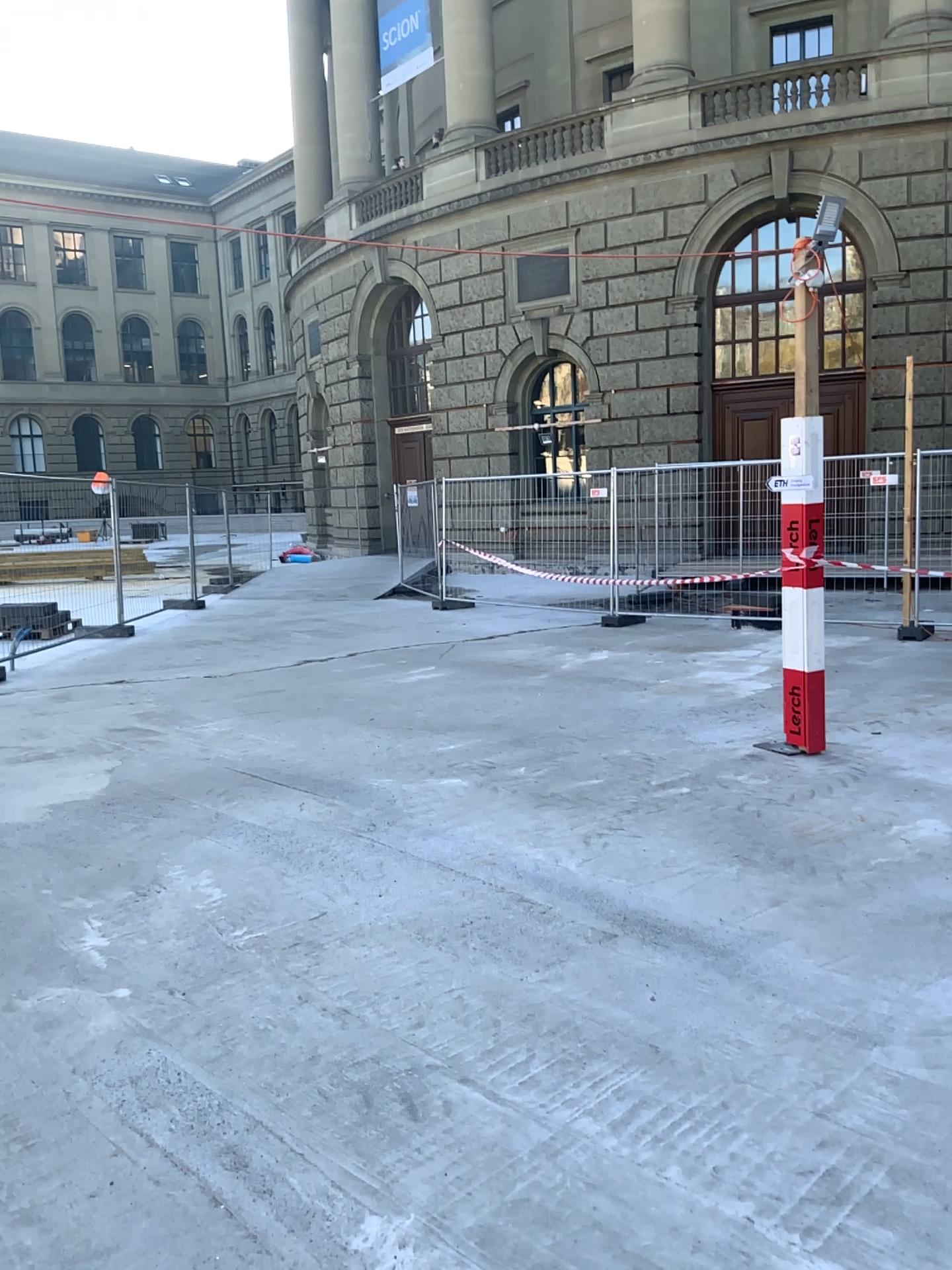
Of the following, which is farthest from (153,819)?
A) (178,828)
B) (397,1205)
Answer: (397,1205)
